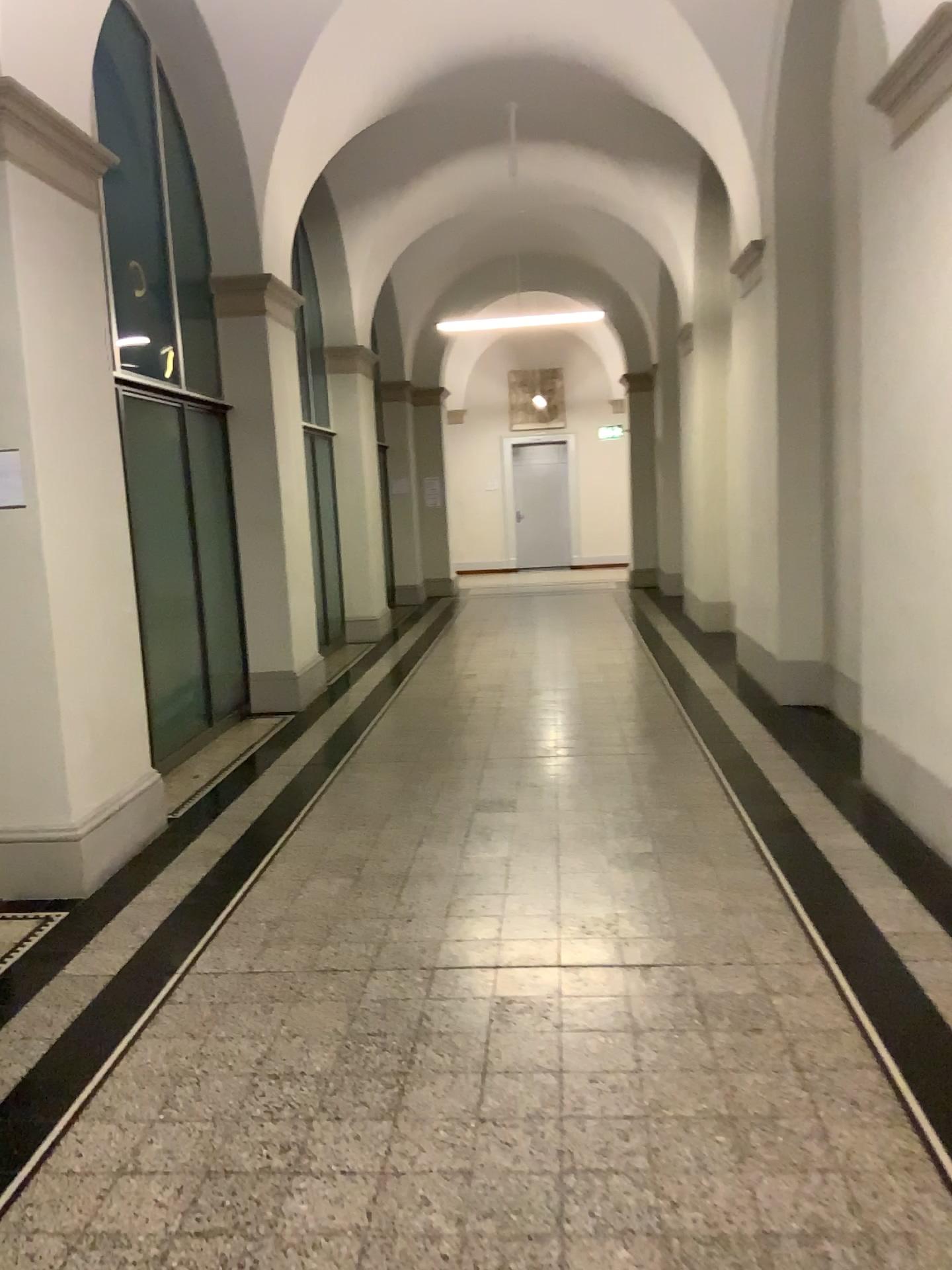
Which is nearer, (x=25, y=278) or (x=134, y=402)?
(x=25, y=278)

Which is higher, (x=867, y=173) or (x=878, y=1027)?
(x=867, y=173)

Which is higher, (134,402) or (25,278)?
(25,278)

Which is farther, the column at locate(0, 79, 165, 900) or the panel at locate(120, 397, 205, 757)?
the panel at locate(120, 397, 205, 757)
